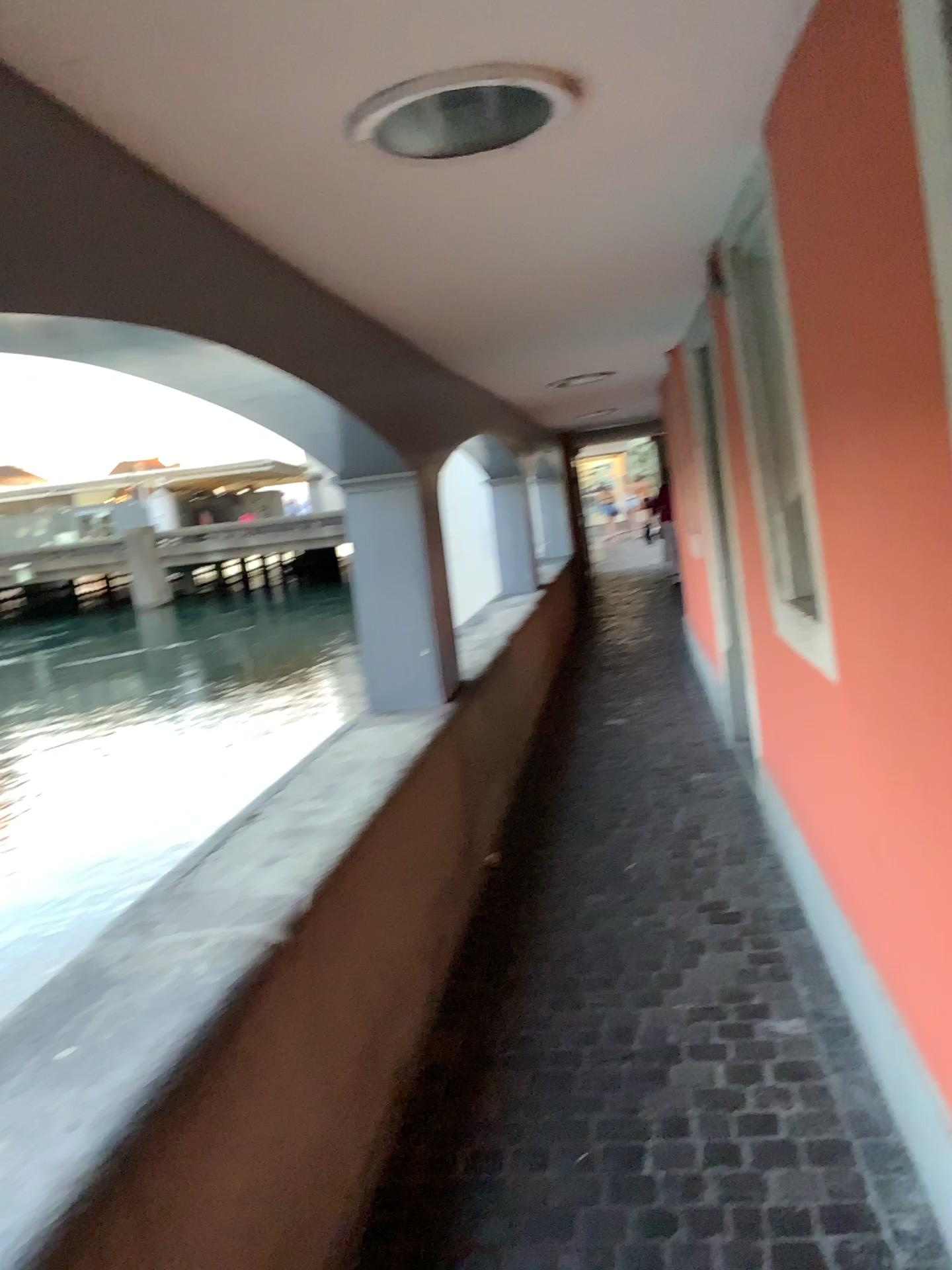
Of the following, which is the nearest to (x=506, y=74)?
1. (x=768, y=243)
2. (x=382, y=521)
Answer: (x=768, y=243)

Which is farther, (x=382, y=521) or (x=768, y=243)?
(x=382, y=521)

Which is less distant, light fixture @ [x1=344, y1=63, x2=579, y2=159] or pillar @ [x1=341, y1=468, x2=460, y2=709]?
light fixture @ [x1=344, y1=63, x2=579, y2=159]

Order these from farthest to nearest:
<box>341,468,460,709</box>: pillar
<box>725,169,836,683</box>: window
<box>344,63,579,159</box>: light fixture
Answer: <box>341,468,460,709</box>: pillar < <box>725,169,836,683</box>: window < <box>344,63,579,159</box>: light fixture

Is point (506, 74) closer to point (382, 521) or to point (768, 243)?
point (768, 243)

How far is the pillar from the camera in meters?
3.8

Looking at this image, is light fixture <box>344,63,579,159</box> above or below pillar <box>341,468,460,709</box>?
above

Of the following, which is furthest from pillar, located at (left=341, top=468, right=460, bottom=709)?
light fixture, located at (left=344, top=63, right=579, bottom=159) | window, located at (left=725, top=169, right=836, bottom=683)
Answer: light fixture, located at (left=344, top=63, right=579, bottom=159)

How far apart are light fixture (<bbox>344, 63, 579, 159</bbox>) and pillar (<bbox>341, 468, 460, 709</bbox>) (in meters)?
1.85

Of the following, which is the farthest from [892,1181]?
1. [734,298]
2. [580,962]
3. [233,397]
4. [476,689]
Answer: [476,689]
